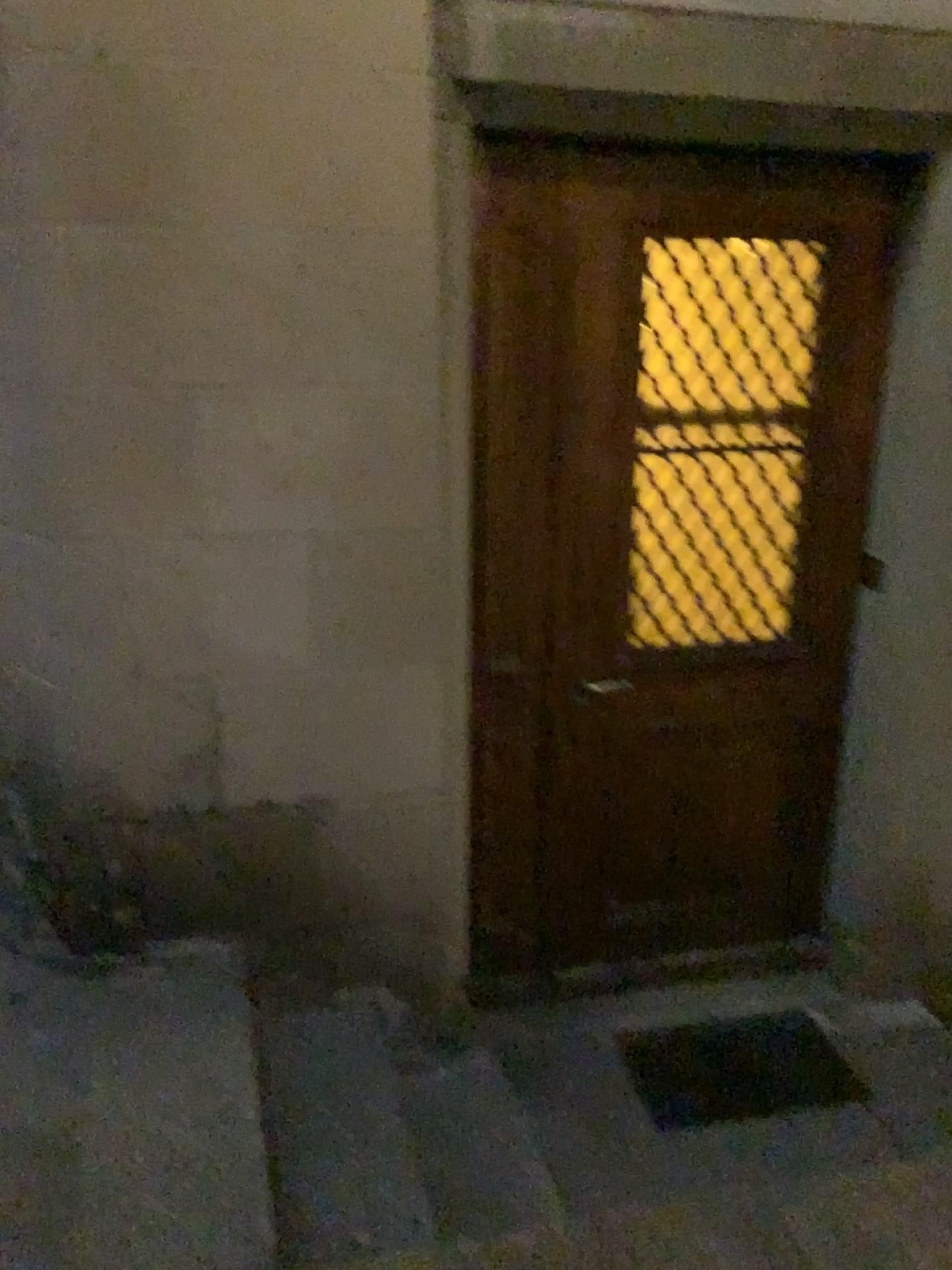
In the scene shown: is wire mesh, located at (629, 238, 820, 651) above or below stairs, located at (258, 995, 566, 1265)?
above

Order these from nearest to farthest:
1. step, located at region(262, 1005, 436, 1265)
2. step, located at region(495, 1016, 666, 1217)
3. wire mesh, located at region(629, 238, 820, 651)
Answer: step, located at region(262, 1005, 436, 1265) → step, located at region(495, 1016, 666, 1217) → wire mesh, located at region(629, 238, 820, 651)

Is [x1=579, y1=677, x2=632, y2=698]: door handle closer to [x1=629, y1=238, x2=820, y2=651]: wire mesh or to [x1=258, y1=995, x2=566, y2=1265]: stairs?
[x1=629, y1=238, x2=820, y2=651]: wire mesh

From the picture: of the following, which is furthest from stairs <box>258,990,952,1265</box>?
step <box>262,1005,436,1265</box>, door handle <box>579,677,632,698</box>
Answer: door handle <box>579,677,632,698</box>

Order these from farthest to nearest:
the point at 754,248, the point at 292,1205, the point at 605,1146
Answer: the point at 754,248 → the point at 605,1146 → the point at 292,1205

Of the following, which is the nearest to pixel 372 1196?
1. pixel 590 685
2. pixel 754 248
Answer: pixel 590 685

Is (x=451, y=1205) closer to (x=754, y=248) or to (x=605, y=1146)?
(x=605, y=1146)

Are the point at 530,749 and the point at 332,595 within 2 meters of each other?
yes

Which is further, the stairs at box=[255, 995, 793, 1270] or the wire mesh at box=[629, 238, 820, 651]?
the wire mesh at box=[629, 238, 820, 651]

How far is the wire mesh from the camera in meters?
2.7 m
